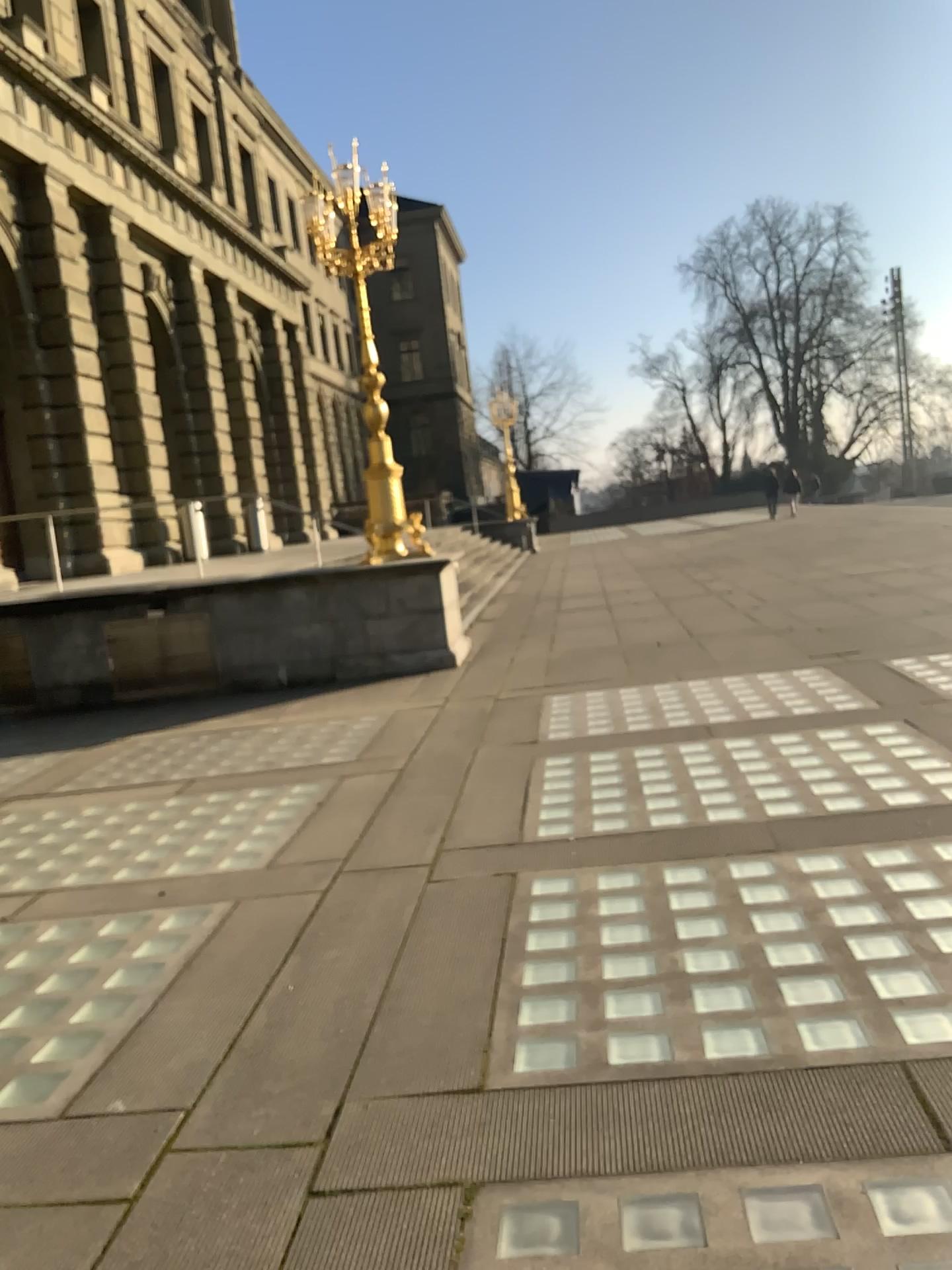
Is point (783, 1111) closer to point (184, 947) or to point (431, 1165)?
point (431, 1165)
